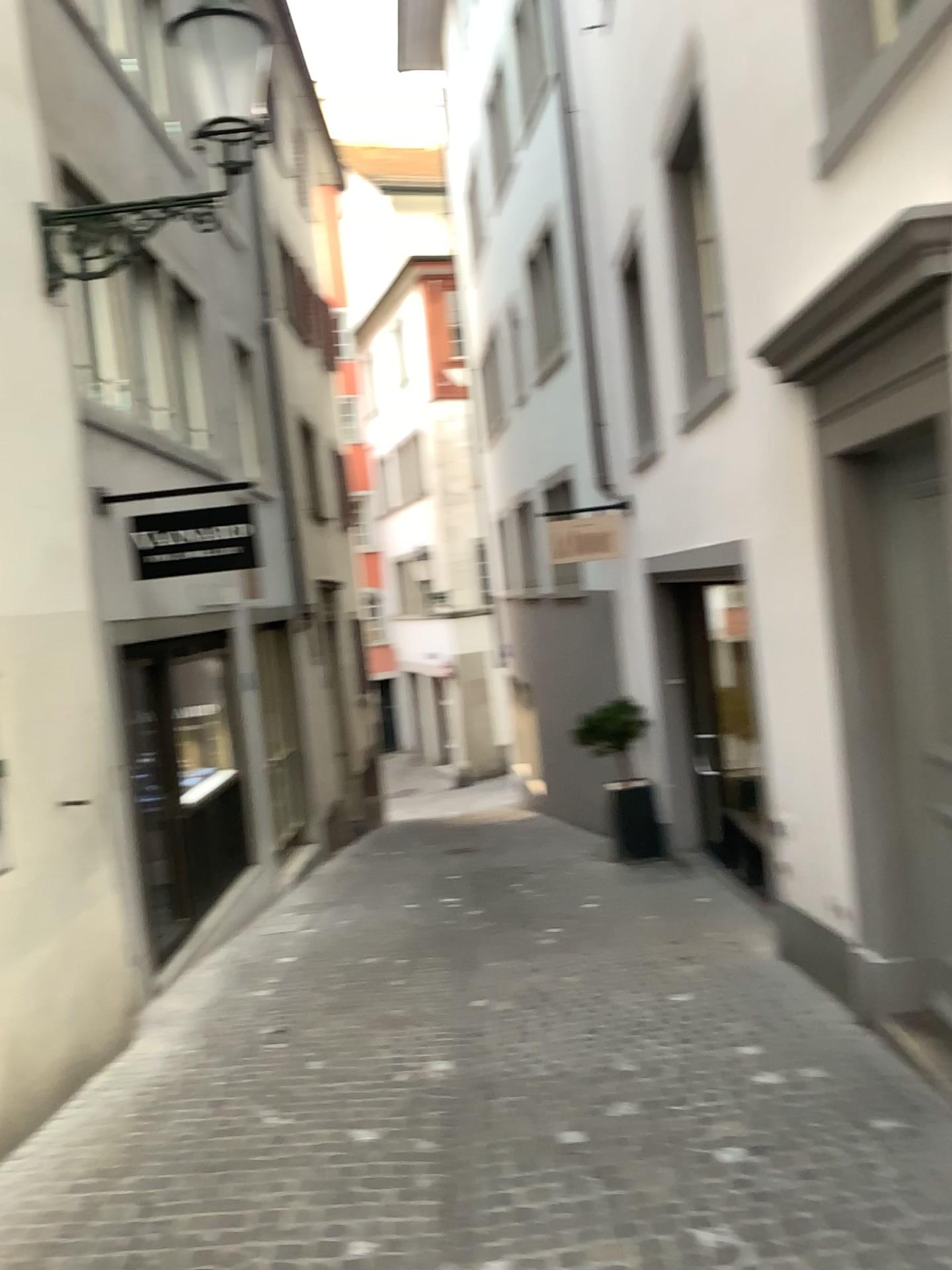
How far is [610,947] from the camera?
6.1m
